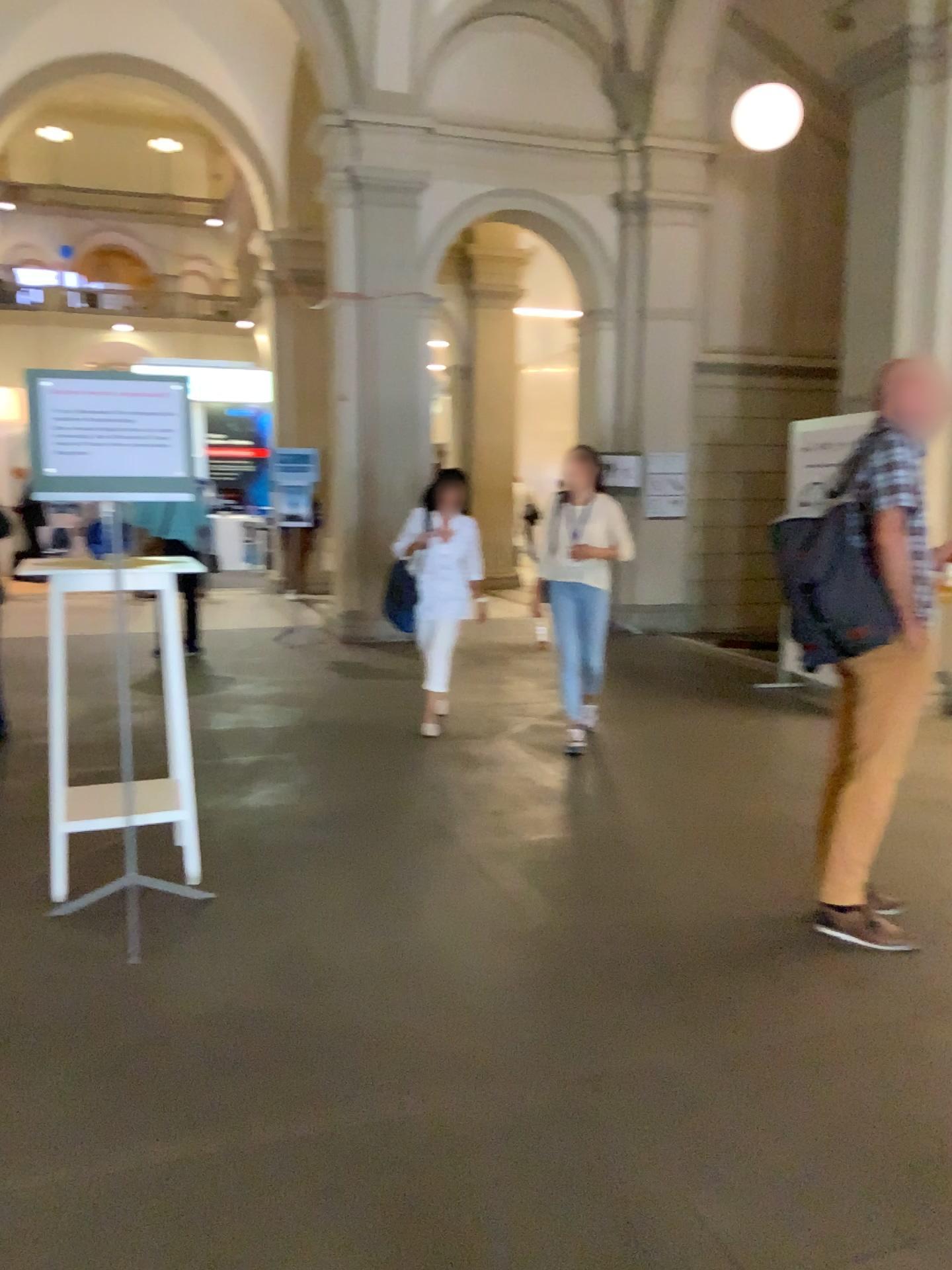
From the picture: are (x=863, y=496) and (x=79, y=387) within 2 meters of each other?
no

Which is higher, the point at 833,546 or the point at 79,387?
the point at 79,387

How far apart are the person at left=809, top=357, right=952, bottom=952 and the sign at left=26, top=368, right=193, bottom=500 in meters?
2.1 m

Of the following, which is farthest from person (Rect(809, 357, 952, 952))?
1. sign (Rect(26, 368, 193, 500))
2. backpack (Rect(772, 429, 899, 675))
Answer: sign (Rect(26, 368, 193, 500))

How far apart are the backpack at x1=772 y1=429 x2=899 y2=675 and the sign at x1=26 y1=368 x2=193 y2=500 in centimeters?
191cm

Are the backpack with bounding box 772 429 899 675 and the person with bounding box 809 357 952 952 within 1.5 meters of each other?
yes

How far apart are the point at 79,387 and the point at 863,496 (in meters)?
2.46

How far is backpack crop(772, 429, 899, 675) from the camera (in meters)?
3.17

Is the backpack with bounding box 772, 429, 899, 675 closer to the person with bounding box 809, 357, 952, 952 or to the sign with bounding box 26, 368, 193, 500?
the person with bounding box 809, 357, 952, 952

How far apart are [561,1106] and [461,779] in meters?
2.7
